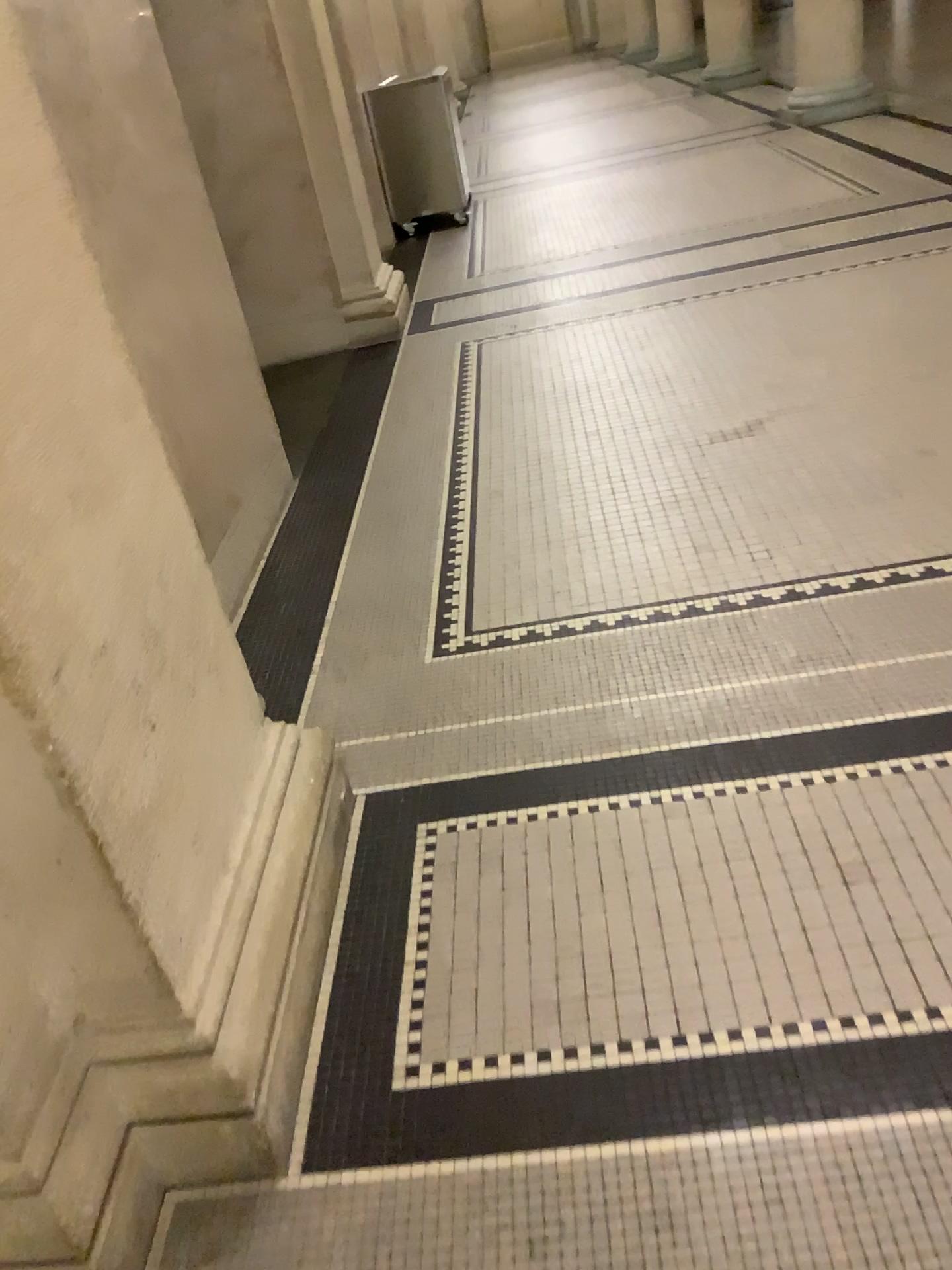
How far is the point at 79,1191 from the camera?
Answer: 1.3m

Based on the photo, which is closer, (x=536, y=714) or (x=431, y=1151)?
(x=431, y=1151)

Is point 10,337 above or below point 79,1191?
above

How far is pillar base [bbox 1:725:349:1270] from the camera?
1.29m

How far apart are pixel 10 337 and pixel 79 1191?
1.04m

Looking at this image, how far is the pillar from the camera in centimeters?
126cm
